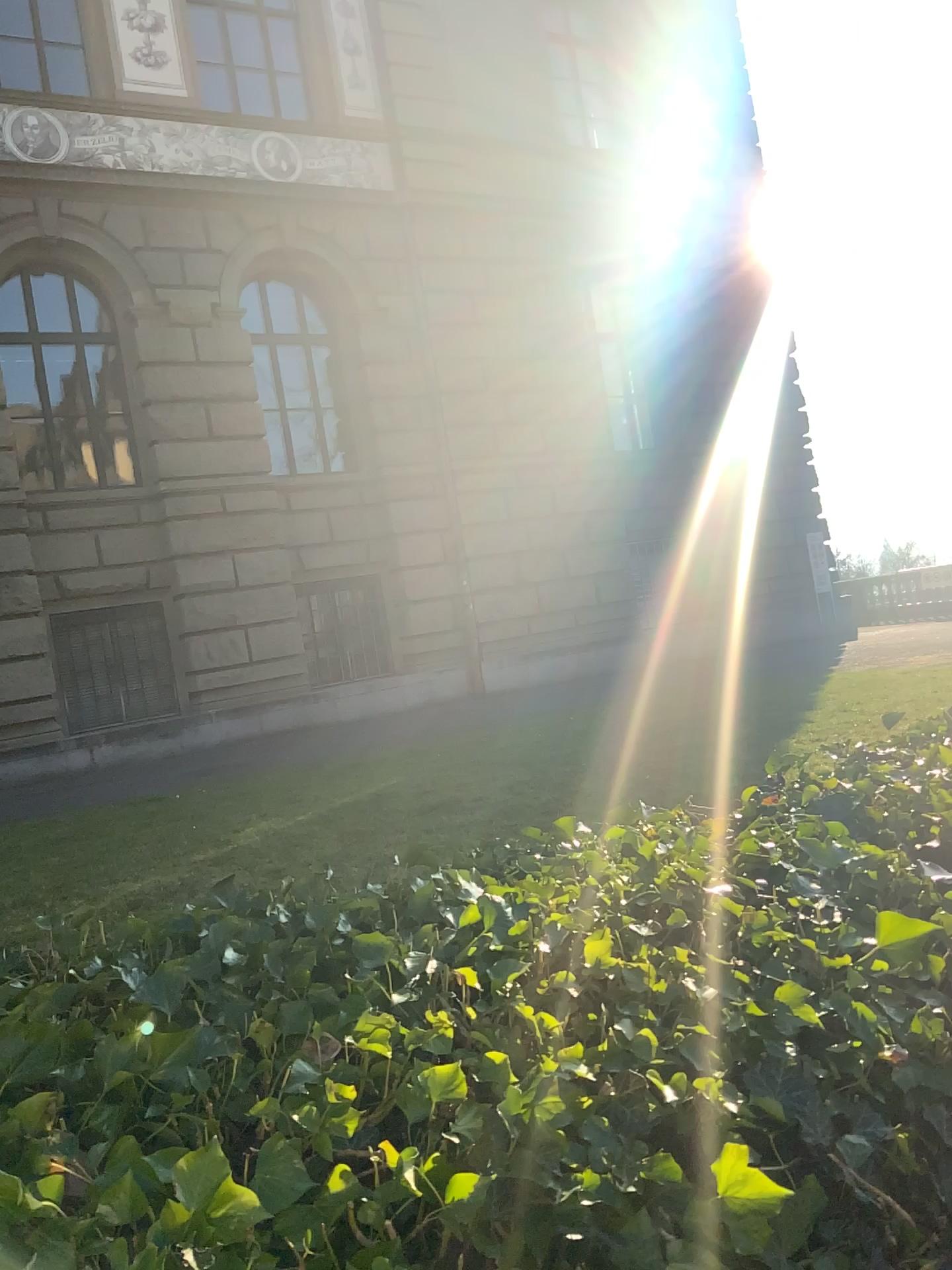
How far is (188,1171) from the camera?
0.76m

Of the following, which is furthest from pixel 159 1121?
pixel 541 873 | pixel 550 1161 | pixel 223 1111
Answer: pixel 541 873

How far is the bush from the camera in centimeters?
76cm
